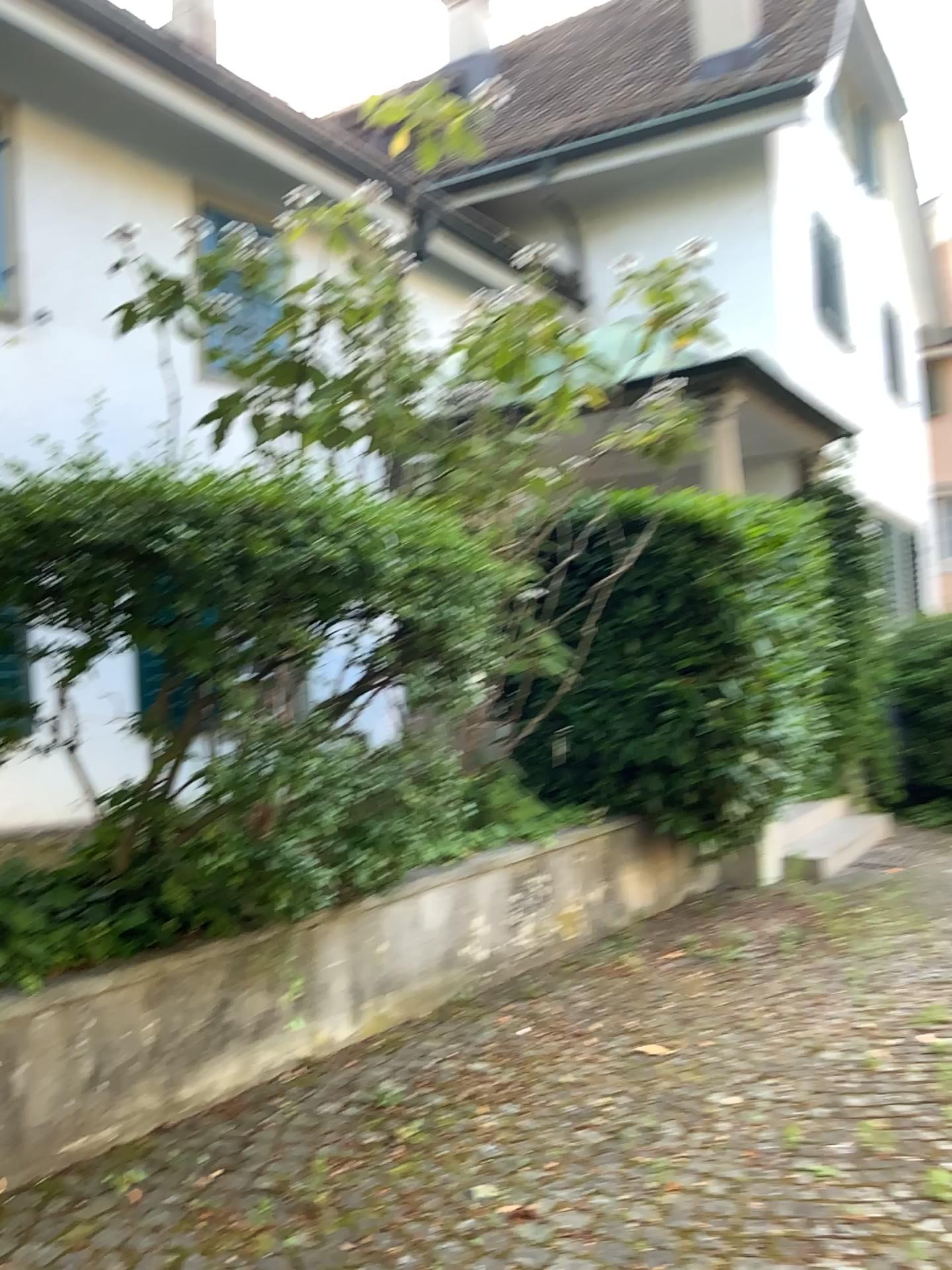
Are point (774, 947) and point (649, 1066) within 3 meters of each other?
yes
